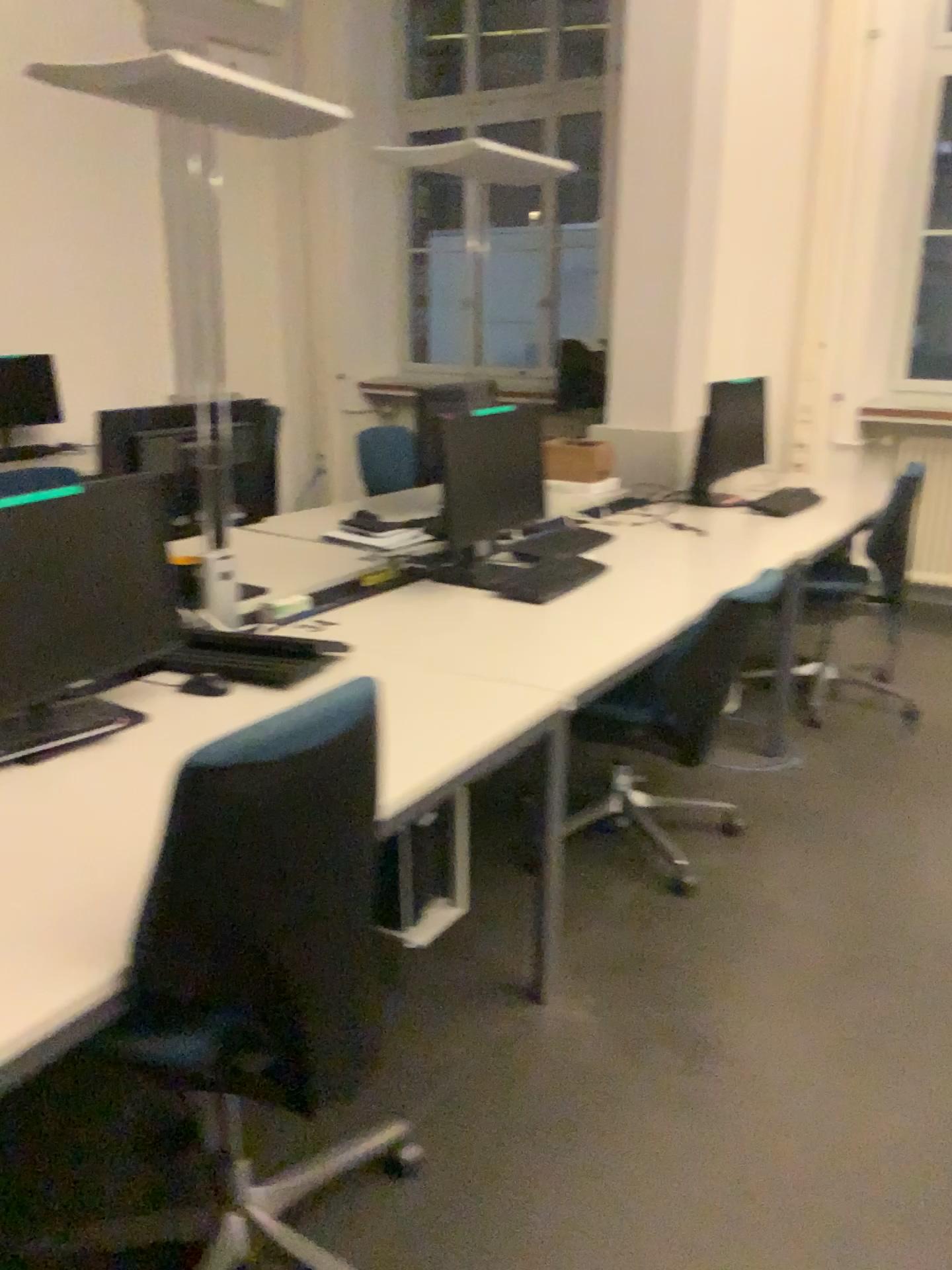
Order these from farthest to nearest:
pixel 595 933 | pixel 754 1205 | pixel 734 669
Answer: pixel 734 669 → pixel 595 933 → pixel 754 1205

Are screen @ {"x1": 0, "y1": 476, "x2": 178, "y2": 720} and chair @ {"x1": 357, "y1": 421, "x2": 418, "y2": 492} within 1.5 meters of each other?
no

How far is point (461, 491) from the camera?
2.9 meters

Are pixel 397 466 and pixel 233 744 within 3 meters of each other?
no

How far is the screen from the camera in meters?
1.8

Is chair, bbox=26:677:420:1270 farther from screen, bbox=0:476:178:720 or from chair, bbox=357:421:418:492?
chair, bbox=357:421:418:492

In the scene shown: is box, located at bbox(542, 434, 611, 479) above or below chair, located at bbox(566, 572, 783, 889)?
above

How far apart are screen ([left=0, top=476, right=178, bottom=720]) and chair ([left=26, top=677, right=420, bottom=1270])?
0.59m

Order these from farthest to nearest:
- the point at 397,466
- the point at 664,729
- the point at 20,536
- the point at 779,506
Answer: the point at 397,466, the point at 779,506, the point at 664,729, the point at 20,536

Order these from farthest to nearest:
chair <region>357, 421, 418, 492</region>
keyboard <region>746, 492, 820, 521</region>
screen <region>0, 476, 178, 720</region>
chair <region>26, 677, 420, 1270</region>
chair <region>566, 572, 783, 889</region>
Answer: chair <region>357, 421, 418, 492</region> → keyboard <region>746, 492, 820, 521</region> → chair <region>566, 572, 783, 889</region> → screen <region>0, 476, 178, 720</region> → chair <region>26, 677, 420, 1270</region>
